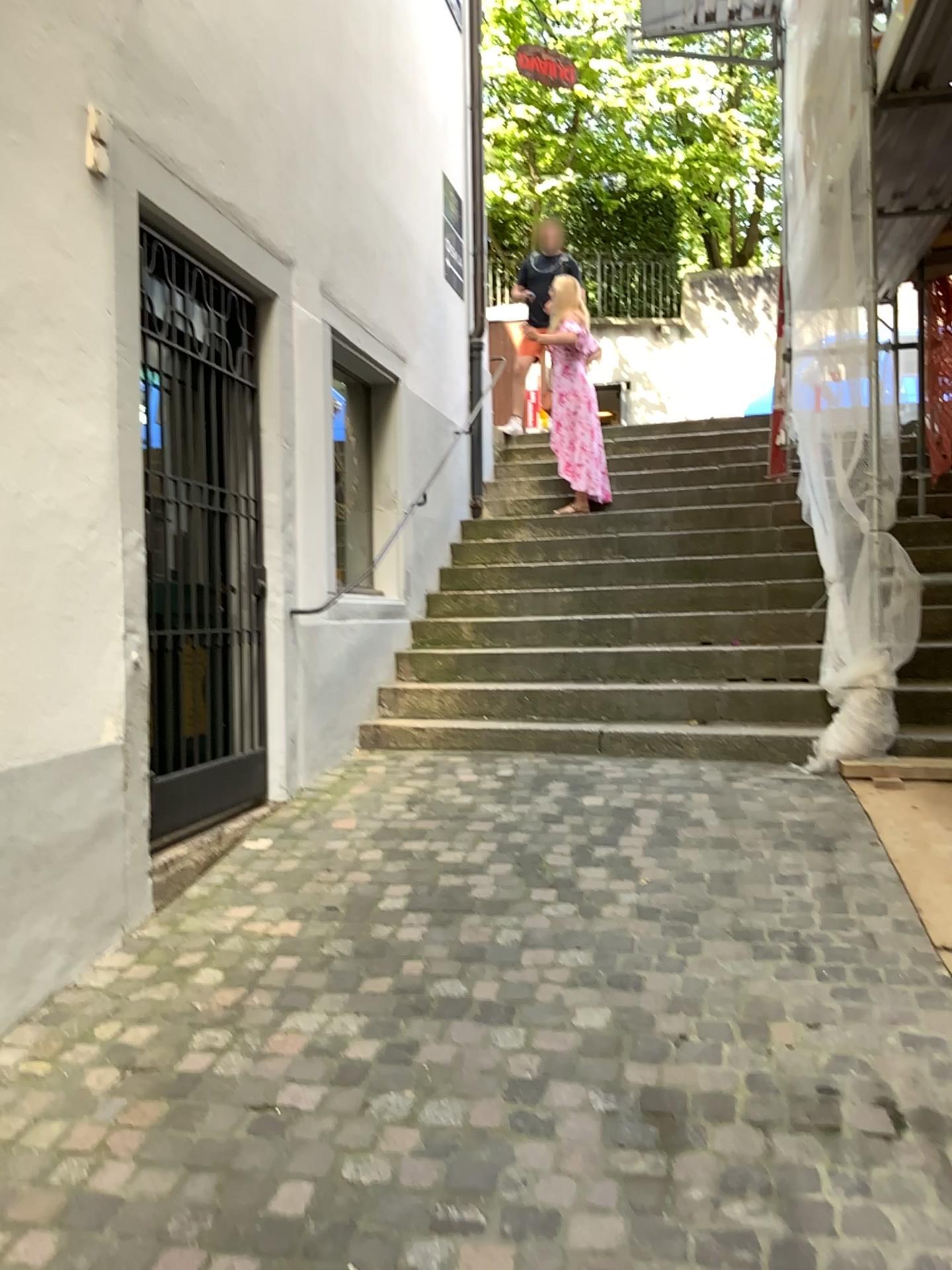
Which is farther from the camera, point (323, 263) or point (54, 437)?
point (323, 263)
